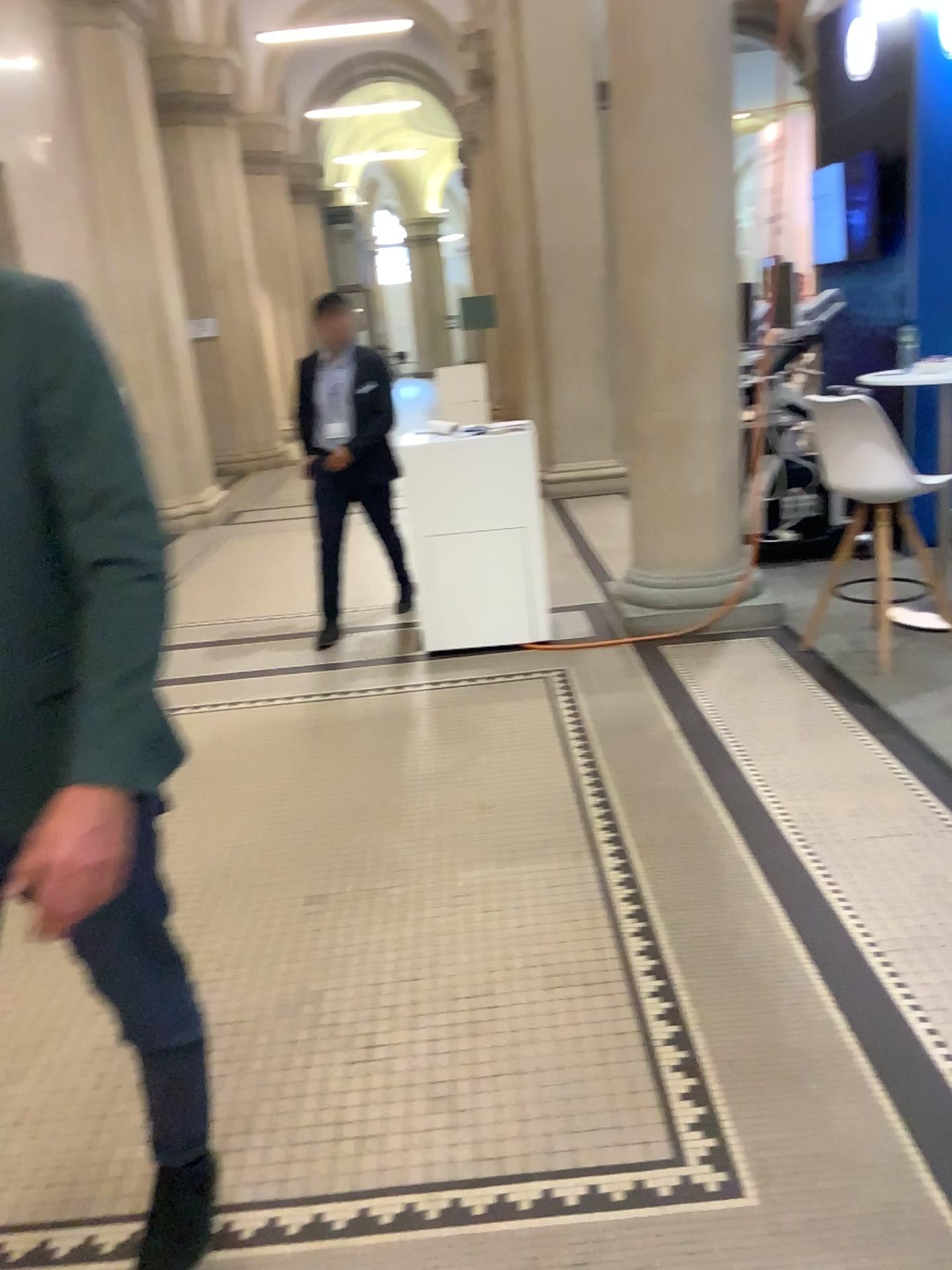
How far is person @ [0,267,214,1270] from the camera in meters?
1.2 m

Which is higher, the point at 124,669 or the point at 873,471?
the point at 124,669

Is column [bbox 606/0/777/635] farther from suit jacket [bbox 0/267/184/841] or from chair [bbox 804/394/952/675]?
suit jacket [bbox 0/267/184/841]

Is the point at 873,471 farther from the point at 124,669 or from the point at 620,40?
the point at 124,669

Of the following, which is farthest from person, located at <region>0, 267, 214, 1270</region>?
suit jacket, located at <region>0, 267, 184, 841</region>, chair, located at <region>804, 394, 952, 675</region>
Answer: chair, located at <region>804, 394, 952, 675</region>

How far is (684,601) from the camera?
4.97m

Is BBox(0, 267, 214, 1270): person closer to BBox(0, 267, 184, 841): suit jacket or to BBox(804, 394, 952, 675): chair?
BBox(0, 267, 184, 841): suit jacket

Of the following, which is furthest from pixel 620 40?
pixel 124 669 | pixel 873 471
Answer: pixel 124 669

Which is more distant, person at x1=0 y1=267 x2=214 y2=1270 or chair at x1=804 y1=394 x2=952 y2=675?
chair at x1=804 y1=394 x2=952 y2=675
